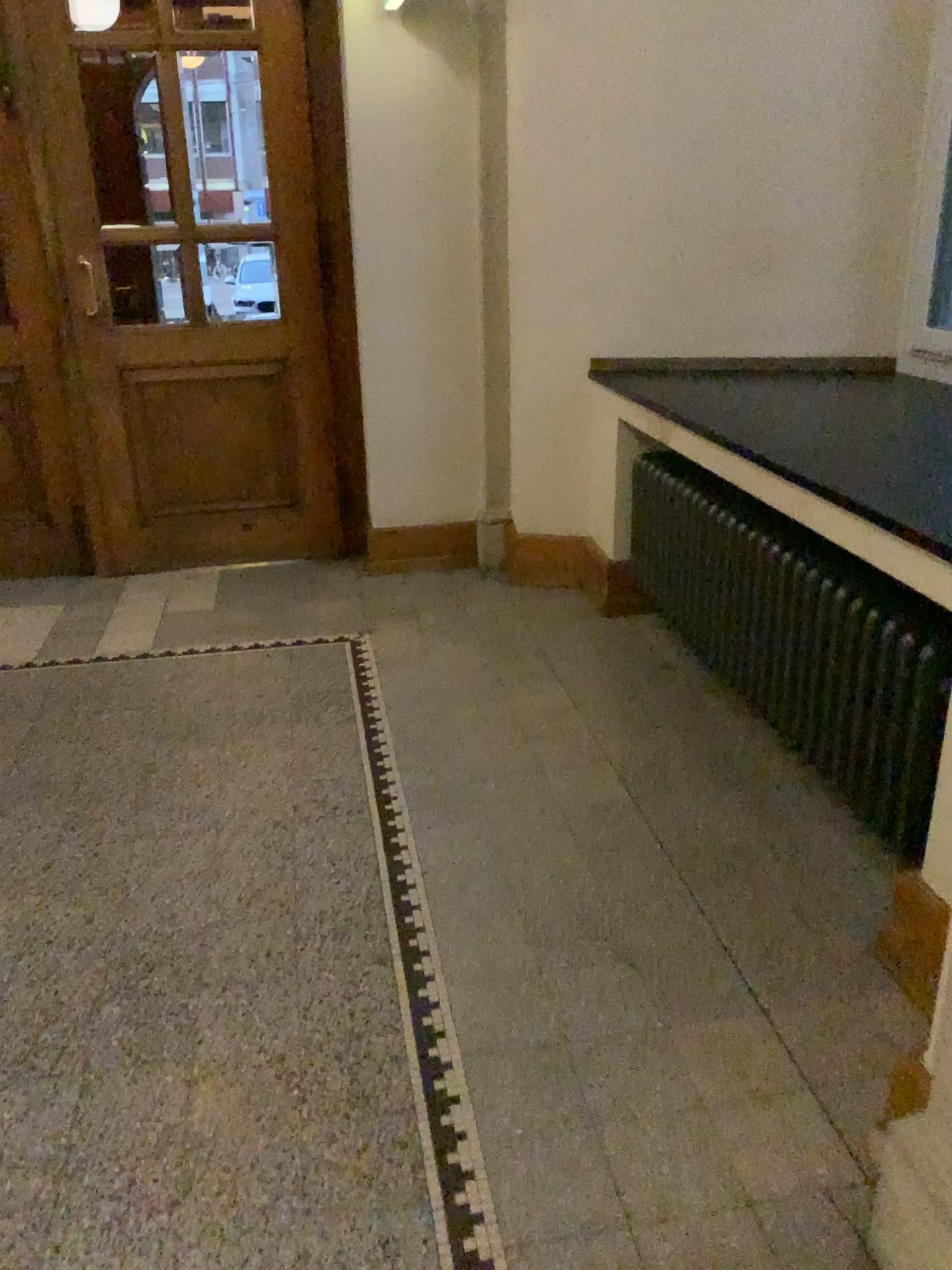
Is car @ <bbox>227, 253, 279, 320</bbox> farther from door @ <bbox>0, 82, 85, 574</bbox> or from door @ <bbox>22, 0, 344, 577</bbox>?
door @ <bbox>0, 82, 85, 574</bbox>

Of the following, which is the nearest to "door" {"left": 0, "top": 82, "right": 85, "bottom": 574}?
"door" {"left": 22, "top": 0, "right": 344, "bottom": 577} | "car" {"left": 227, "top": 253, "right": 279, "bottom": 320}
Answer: "door" {"left": 22, "top": 0, "right": 344, "bottom": 577}

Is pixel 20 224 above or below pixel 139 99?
below

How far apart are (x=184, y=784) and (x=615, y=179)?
2.65m

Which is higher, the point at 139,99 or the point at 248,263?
the point at 139,99
